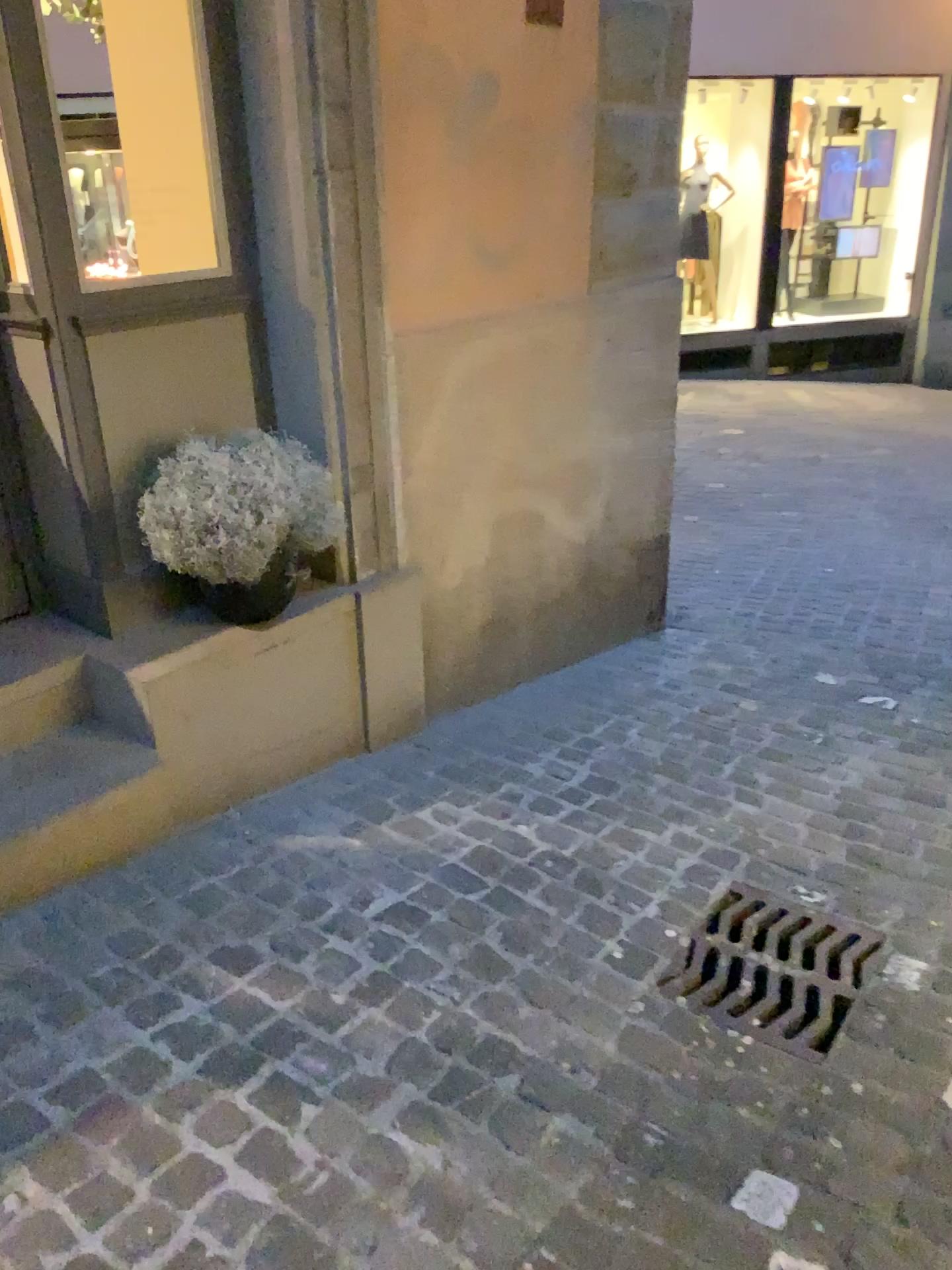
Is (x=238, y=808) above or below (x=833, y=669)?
above

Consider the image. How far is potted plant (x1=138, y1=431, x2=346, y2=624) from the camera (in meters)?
2.39

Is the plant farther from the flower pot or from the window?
the window

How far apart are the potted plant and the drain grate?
1.29m

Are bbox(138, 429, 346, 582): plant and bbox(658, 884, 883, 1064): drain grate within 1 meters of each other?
no

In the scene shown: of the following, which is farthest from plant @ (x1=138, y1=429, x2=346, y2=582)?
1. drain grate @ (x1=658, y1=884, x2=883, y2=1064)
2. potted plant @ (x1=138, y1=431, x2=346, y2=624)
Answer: drain grate @ (x1=658, y1=884, x2=883, y2=1064)

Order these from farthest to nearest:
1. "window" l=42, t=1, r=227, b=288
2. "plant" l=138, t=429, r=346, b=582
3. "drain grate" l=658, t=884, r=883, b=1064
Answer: "window" l=42, t=1, r=227, b=288, "plant" l=138, t=429, r=346, b=582, "drain grate" l=658, t=884, r=883, b=1064

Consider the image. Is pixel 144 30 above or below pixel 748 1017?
above

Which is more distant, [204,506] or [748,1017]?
[204,506]

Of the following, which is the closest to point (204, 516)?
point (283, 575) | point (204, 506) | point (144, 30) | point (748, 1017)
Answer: point (204, 506)
